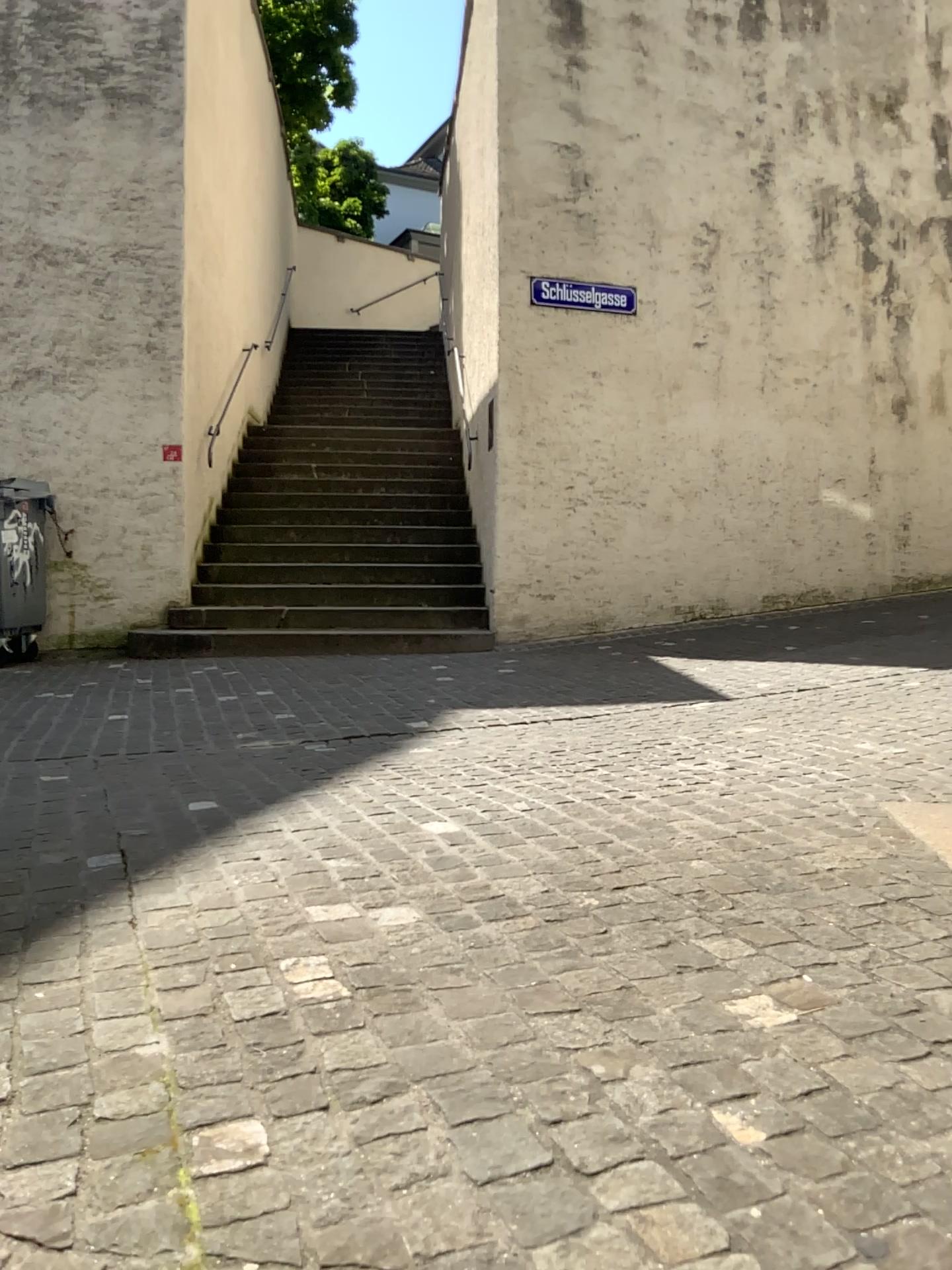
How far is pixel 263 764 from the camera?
3.82m
